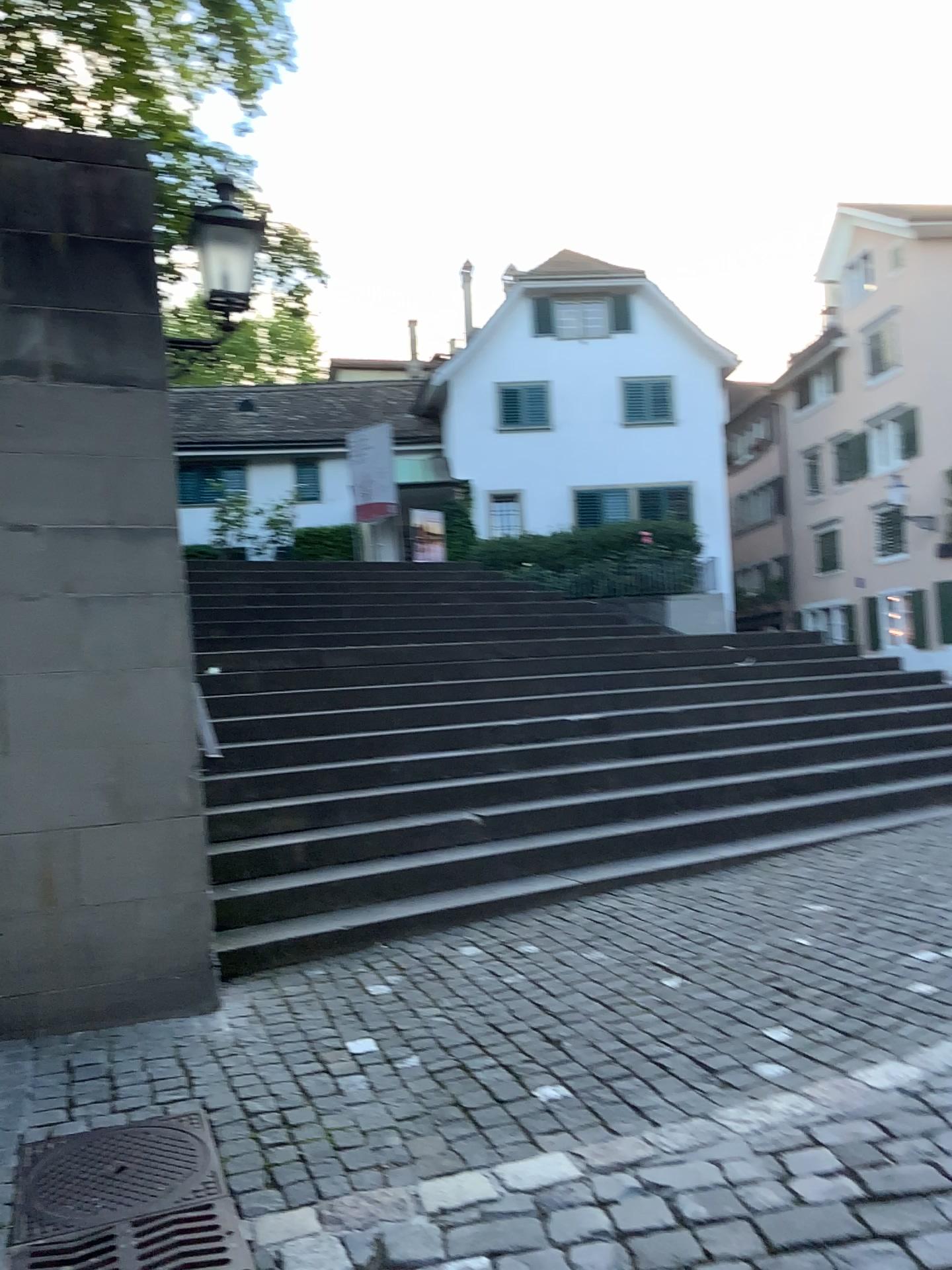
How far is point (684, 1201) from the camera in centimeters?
254cm
